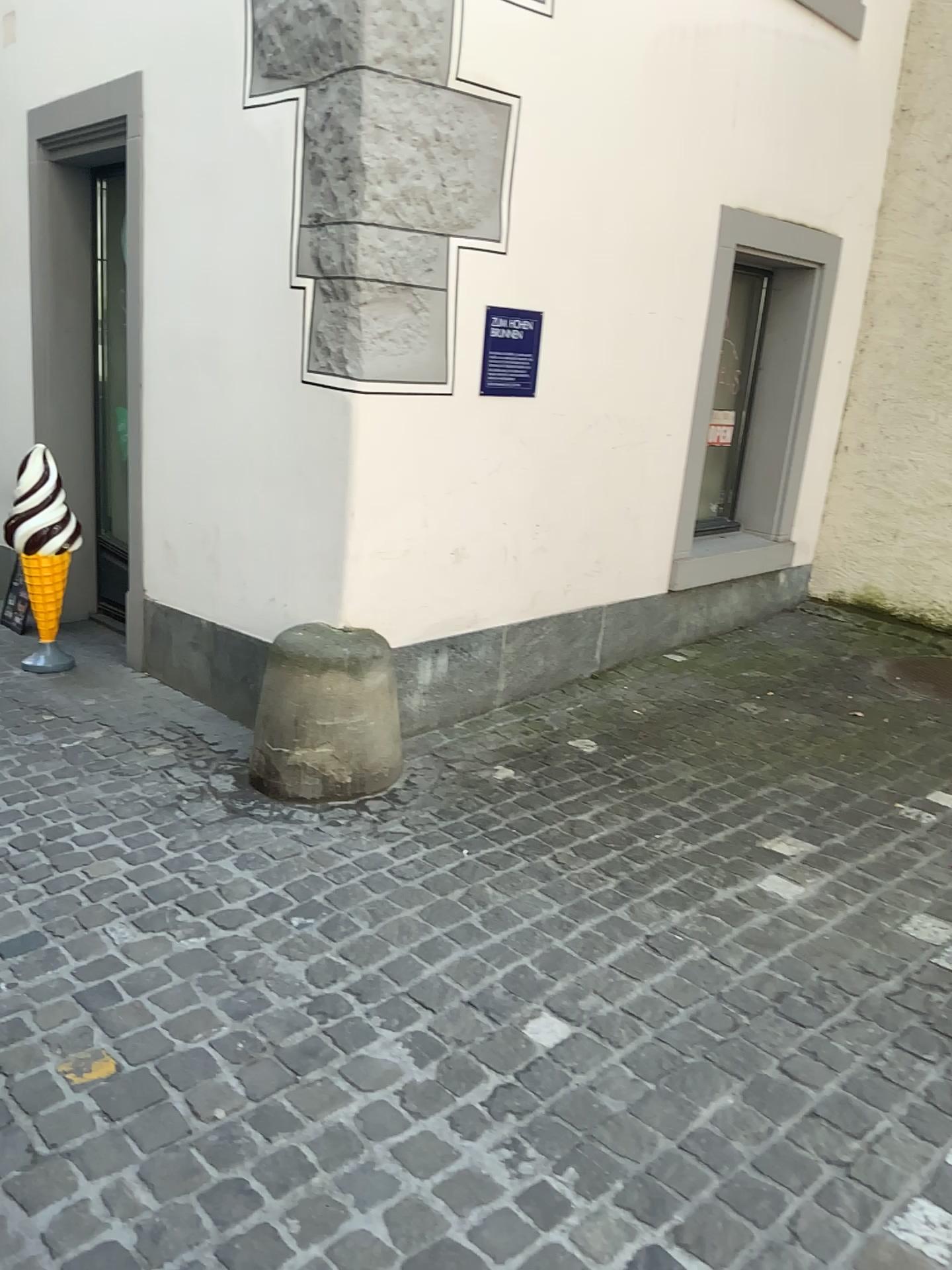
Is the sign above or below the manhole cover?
above

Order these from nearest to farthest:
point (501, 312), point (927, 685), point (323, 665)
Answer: point (323, 665), point (501, 312), point (927, 685)

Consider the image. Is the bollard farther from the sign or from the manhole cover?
the manhole cover

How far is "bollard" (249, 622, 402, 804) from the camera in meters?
3.1

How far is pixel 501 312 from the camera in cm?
345

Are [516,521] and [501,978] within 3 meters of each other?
yes

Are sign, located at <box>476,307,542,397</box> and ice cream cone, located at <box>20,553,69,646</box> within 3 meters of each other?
yes

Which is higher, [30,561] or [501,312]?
[501,312]

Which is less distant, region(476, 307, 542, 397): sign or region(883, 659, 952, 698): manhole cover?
region(476, 307, 542, 397): sign

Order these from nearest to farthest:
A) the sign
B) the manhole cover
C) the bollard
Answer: the bollard, the sign, the manhole cover
